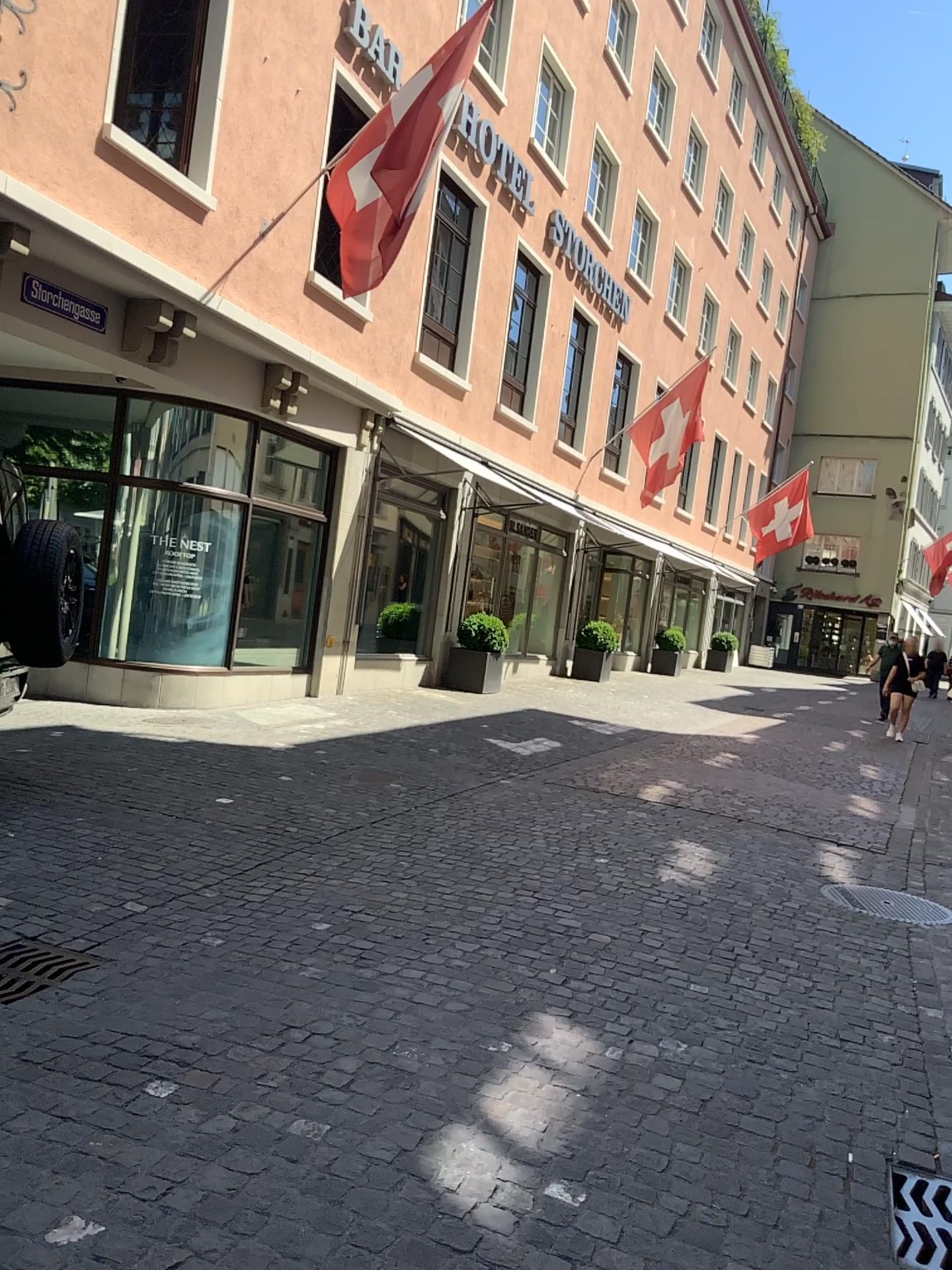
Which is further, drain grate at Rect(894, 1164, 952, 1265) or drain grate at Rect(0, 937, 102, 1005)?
drain grate at Rect(0, 937, 102, 1005)

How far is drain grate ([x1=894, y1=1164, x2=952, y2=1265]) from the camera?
2.56m

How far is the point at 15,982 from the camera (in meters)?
3.38

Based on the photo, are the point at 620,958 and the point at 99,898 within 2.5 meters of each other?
yes

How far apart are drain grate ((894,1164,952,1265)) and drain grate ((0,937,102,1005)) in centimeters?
256cm

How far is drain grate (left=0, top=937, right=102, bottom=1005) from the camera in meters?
3.4 m

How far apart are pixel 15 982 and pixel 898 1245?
2.6 meters

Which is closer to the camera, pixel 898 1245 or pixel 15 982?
pixel 898 1245
